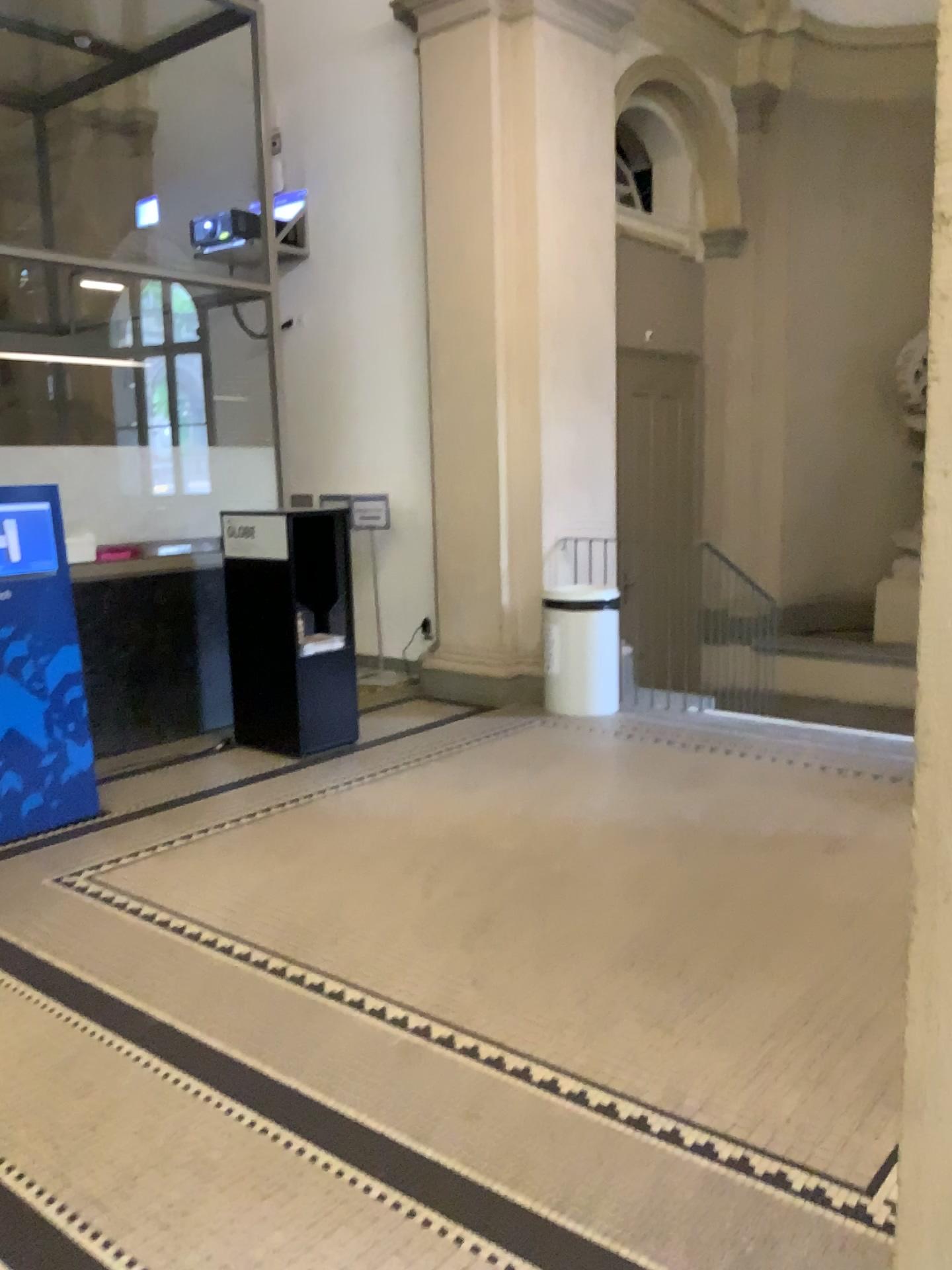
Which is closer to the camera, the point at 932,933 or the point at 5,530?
the point at 932,933

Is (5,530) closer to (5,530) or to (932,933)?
(5,530)

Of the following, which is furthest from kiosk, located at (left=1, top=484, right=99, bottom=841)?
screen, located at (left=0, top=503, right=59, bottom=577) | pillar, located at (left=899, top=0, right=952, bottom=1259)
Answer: pillar, located at (left=899, top=0, right=952, bottom=1259)

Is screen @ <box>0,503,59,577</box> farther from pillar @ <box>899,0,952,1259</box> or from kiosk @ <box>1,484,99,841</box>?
pillar @ <box>899,0,952,1259</box>

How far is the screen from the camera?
4.3 meters

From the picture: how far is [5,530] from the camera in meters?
4.3

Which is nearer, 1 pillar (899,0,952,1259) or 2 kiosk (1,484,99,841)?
1 pillar (899,0,952,1259)

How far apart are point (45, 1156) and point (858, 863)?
2.76m

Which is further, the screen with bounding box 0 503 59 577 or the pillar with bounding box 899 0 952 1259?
the screen with bounding box 0 503 59 577
